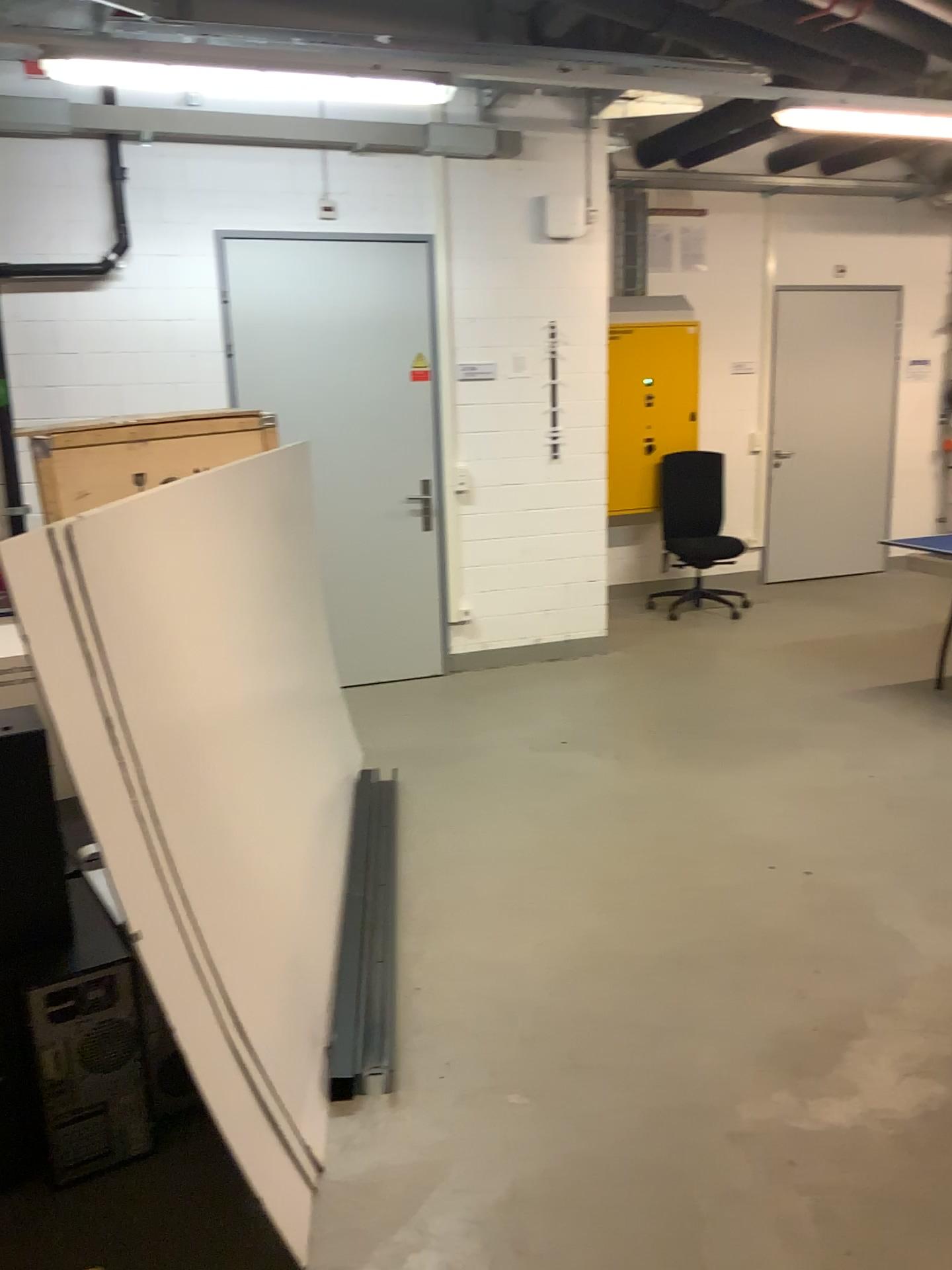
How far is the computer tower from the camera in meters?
2.1 m

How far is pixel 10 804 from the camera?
2.11m

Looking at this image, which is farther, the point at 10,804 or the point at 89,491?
the point at 89,491

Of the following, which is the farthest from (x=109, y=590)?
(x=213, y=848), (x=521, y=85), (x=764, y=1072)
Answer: (x=521, y=85)

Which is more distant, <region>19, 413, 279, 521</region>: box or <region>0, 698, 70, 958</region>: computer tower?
<region>19, 413, 279, 521</region>: box

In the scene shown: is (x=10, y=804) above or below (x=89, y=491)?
below

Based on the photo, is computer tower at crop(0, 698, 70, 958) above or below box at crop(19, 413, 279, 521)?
below
